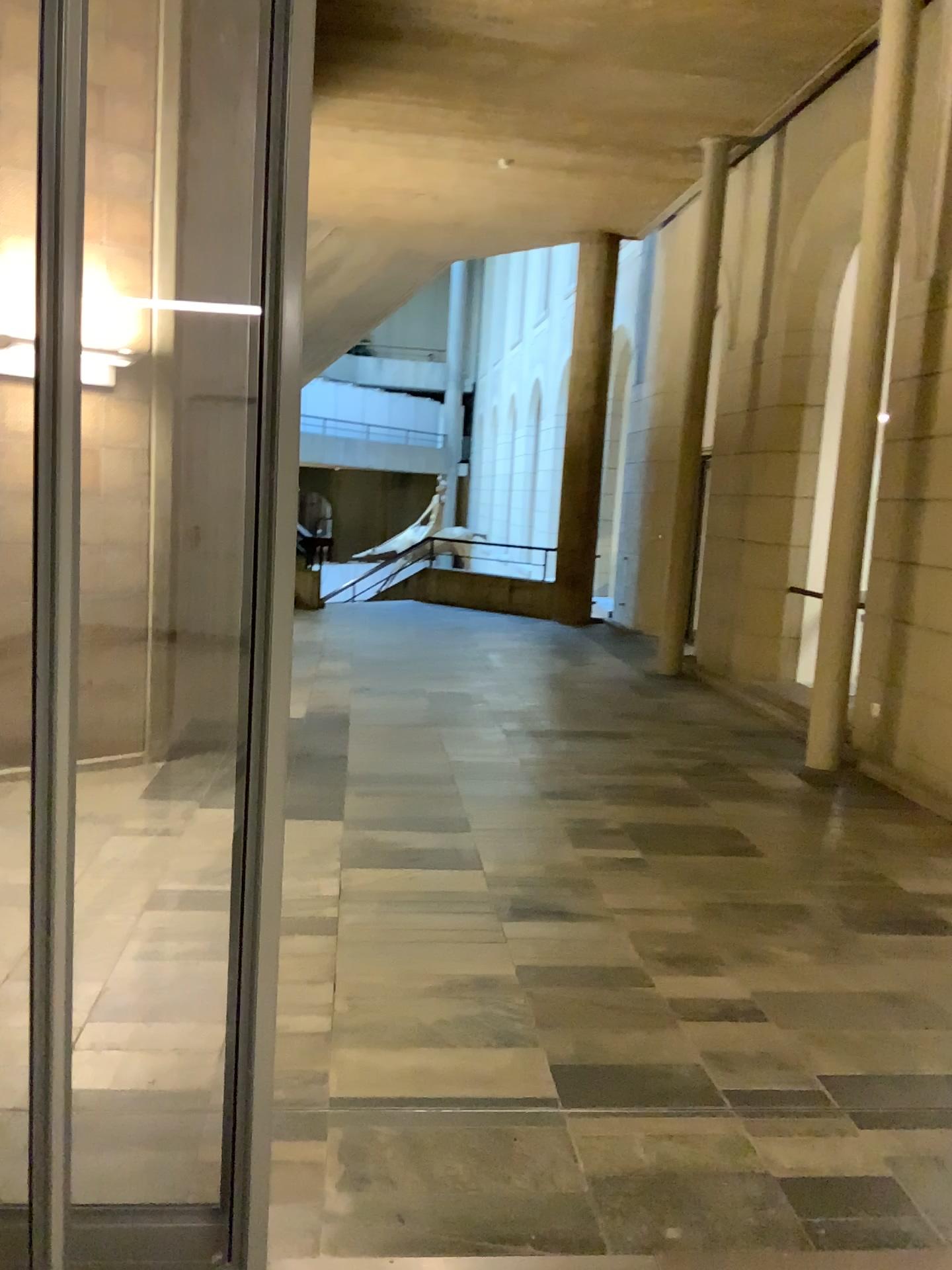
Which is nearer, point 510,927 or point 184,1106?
point 184,1106
